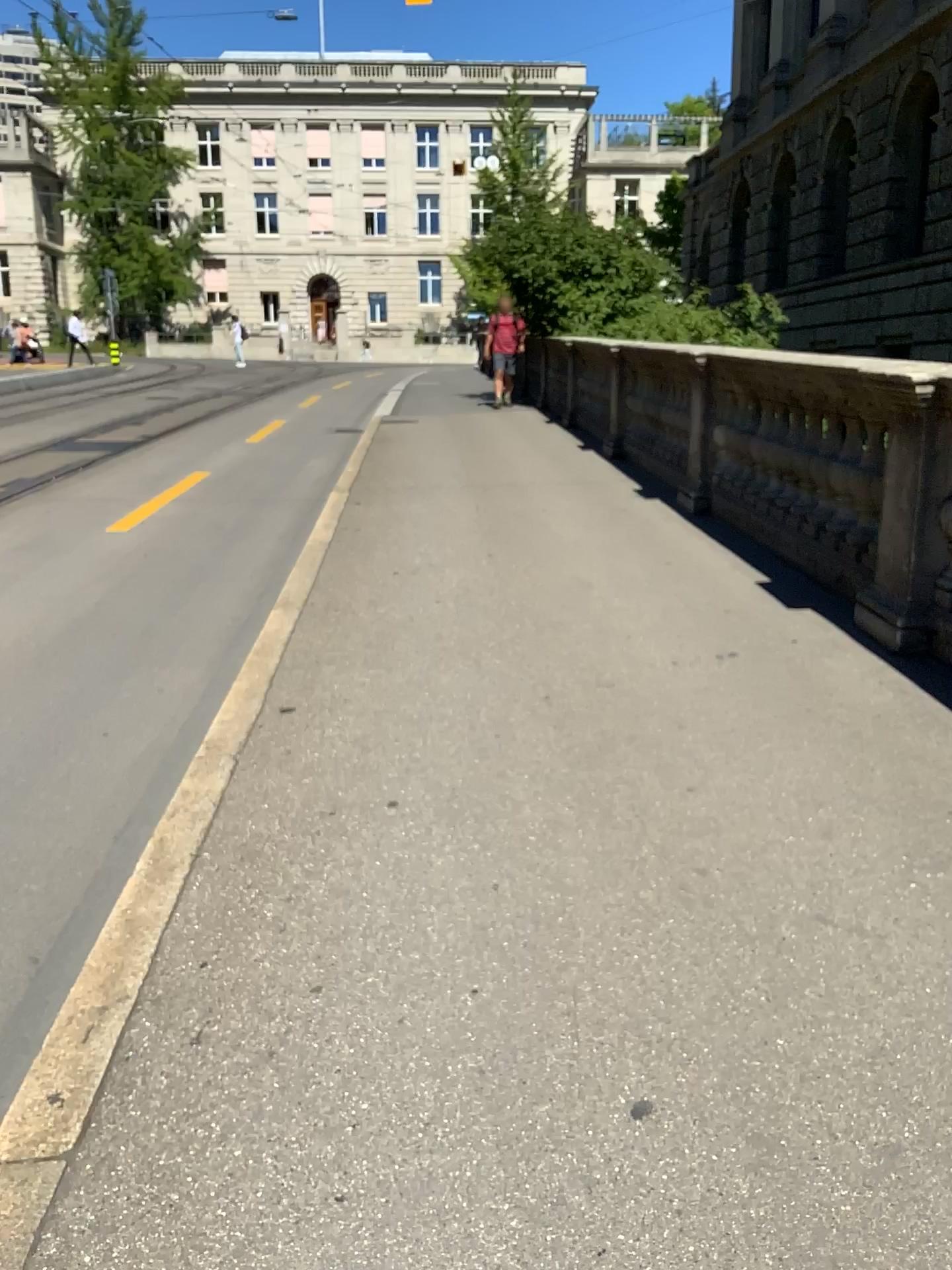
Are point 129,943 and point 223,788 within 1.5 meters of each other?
yes
